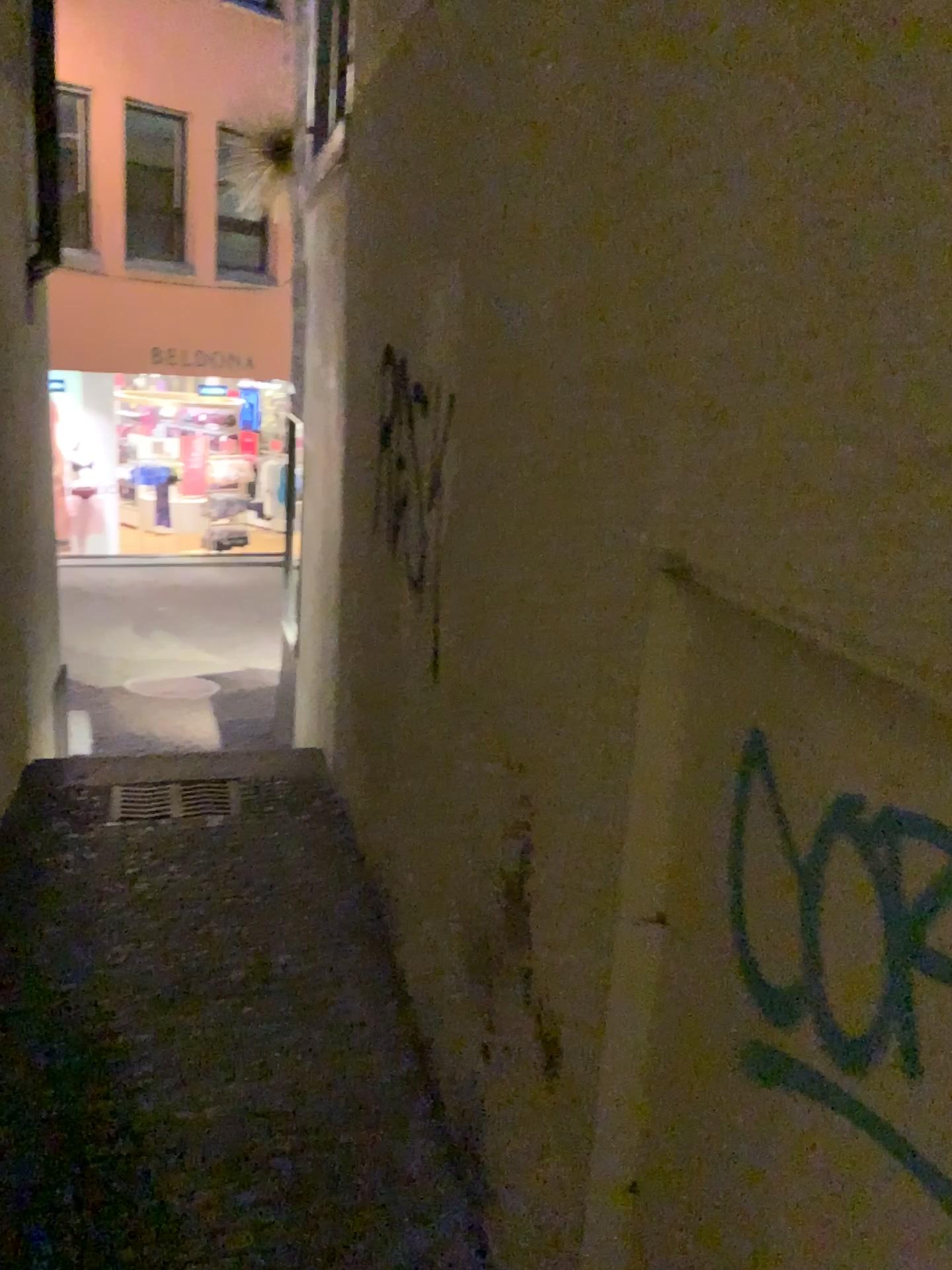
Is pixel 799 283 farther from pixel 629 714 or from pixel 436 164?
pixel 436 164
